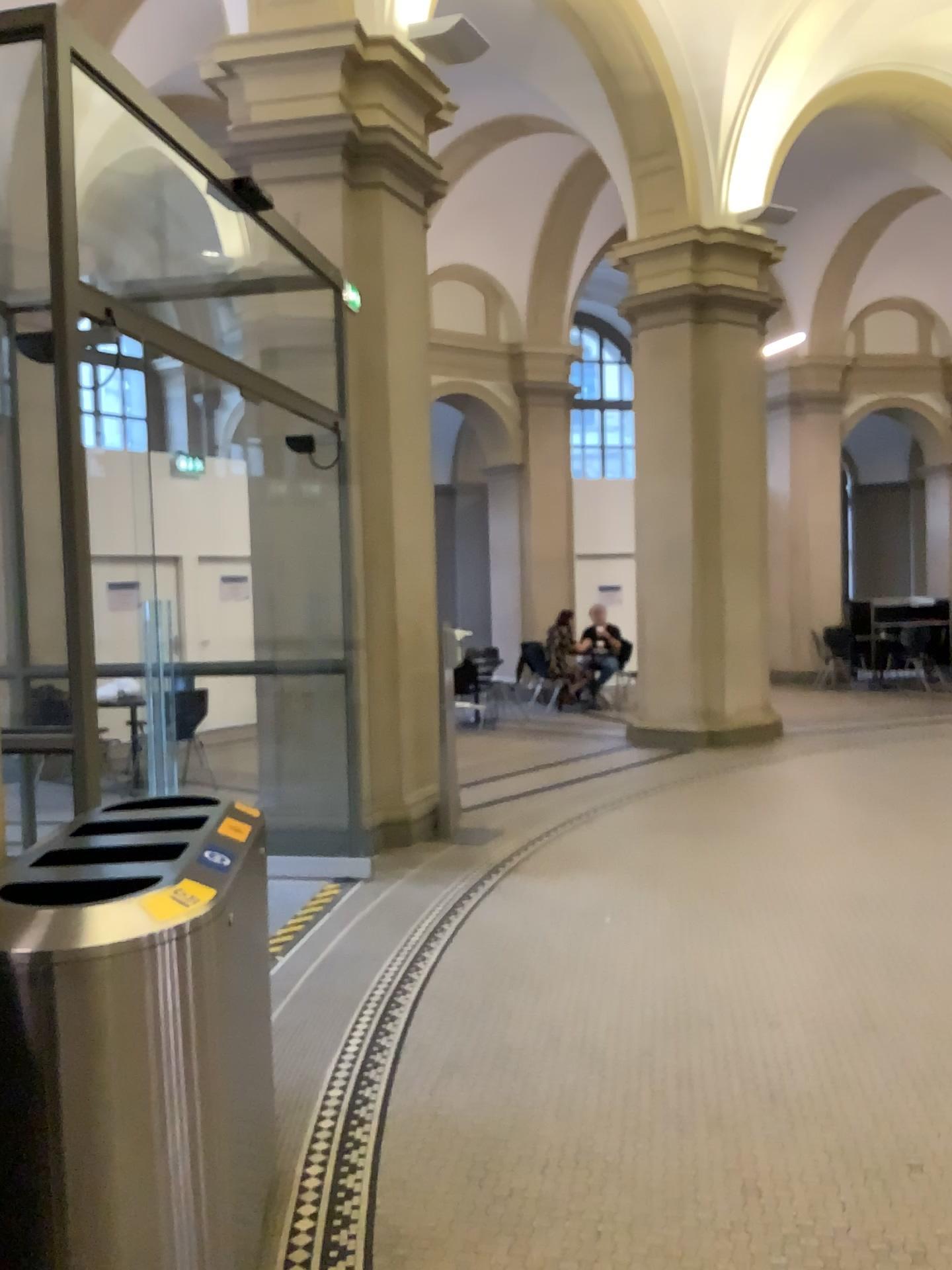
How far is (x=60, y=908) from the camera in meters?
1.9 m

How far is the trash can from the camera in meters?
1.8 m

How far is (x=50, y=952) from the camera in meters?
1.8 m
